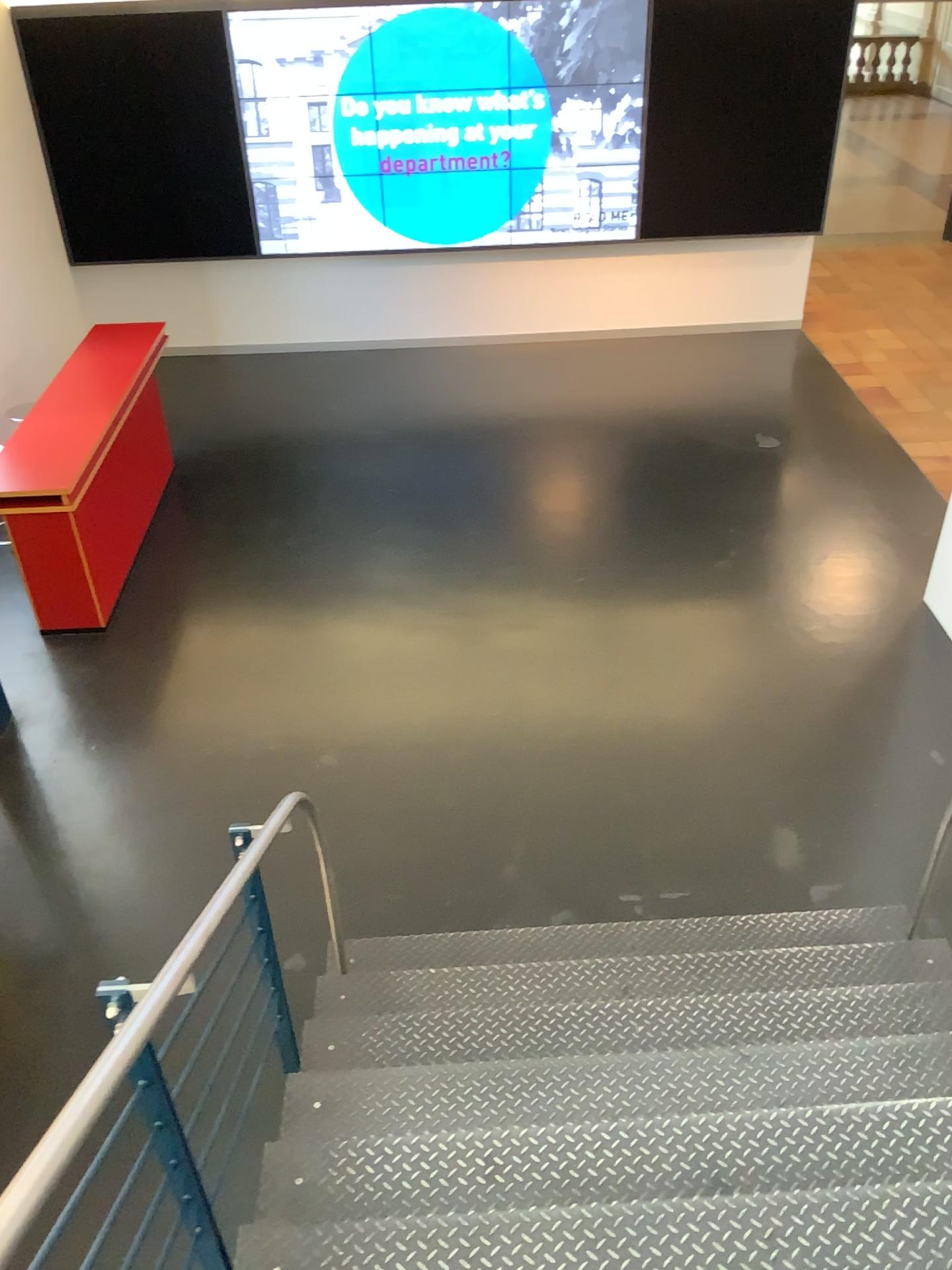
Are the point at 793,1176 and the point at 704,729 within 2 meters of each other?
no
